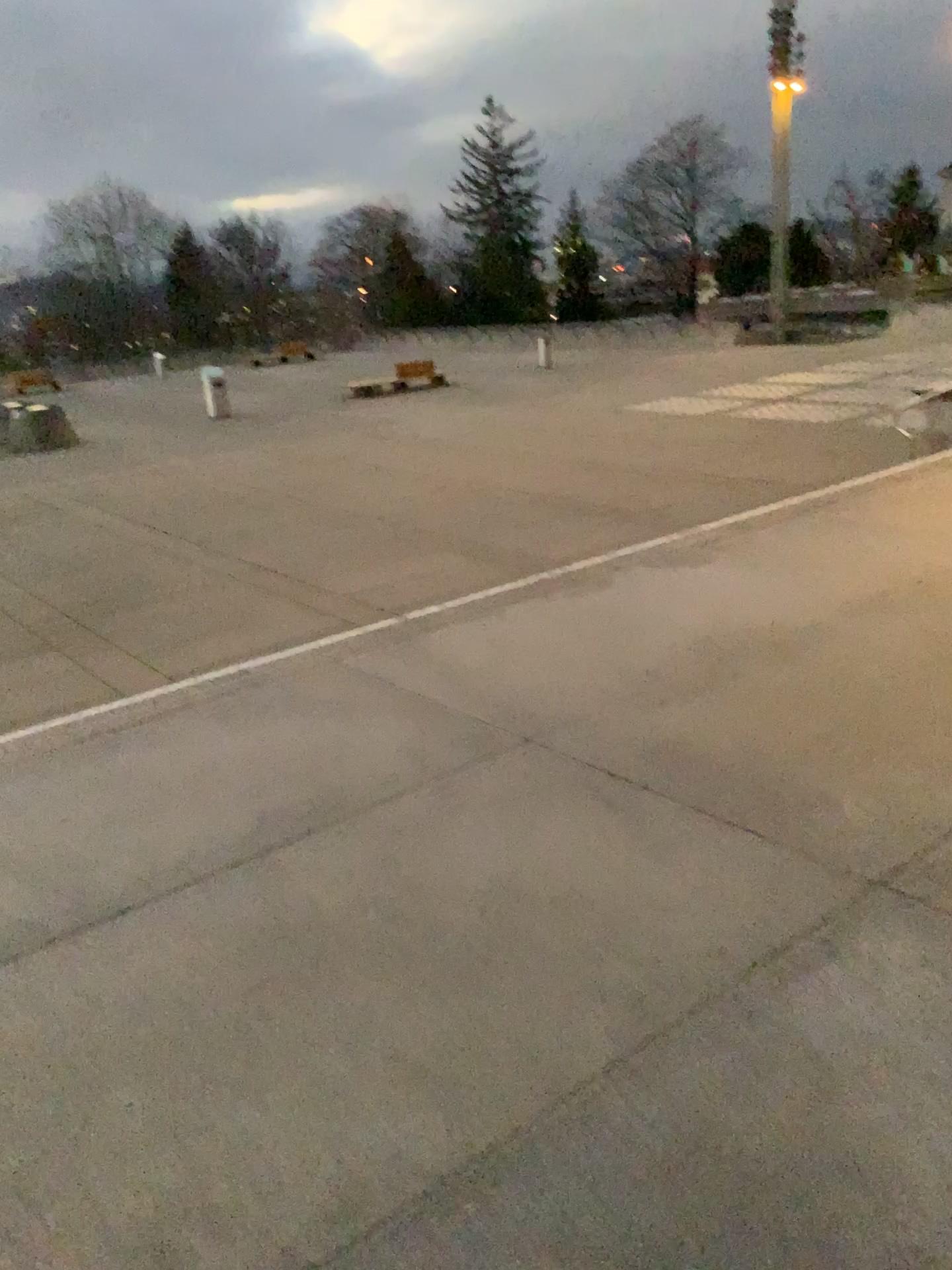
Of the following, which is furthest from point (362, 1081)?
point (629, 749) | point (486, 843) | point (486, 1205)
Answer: point (629, 749)
